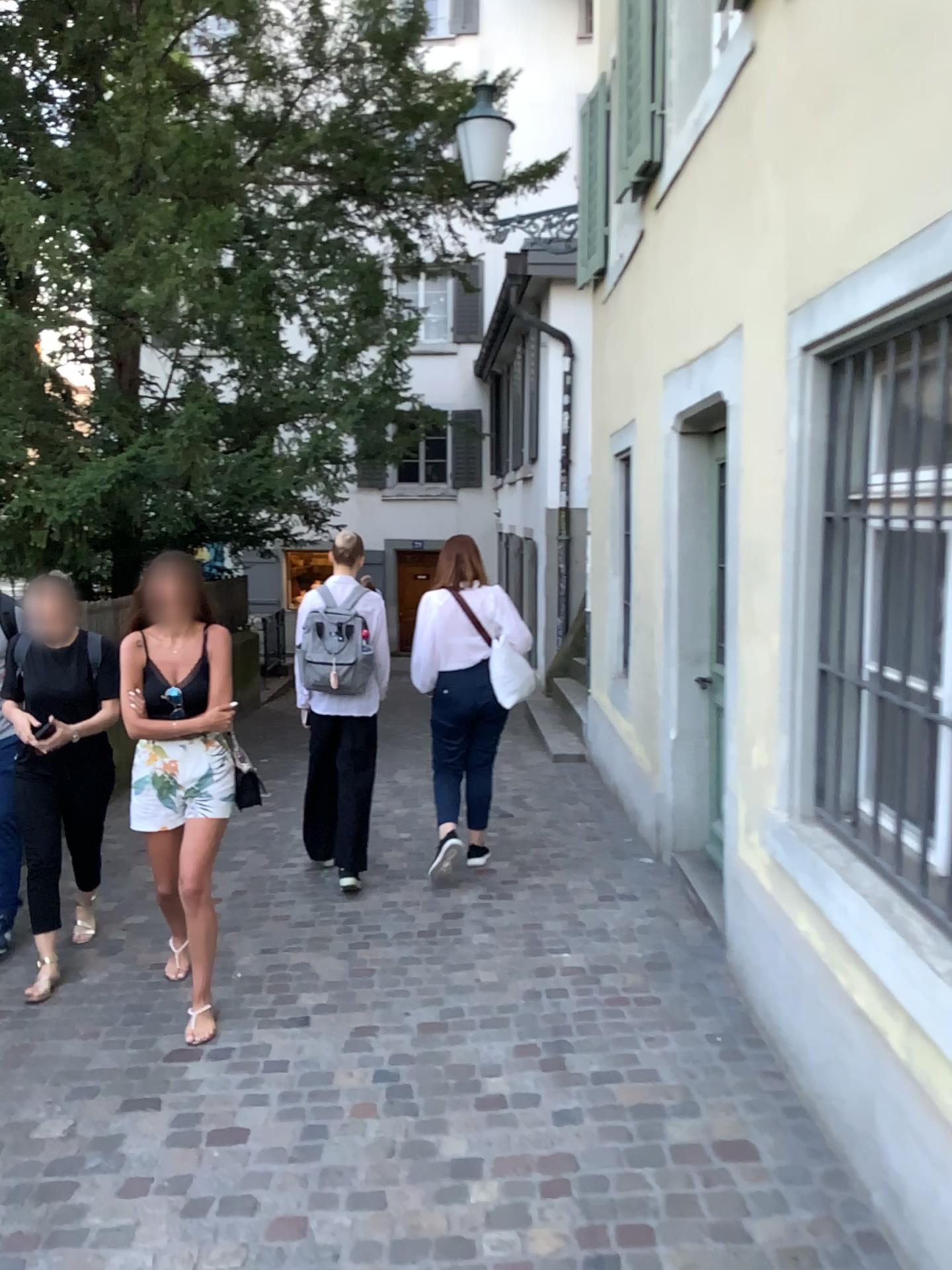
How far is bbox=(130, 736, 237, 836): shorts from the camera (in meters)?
3.54

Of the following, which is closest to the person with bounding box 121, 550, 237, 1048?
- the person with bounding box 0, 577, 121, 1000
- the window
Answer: the person with bounding box 0, 577, 121, 1000

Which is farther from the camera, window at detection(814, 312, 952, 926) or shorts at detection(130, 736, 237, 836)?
shorts at detection(130, 736, 237, 836)

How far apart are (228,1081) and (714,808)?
2.67m

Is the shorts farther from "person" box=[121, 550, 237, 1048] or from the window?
the window

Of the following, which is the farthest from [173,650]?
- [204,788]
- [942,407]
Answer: [942,407]

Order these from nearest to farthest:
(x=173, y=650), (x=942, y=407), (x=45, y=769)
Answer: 1. (x=942, y=407)
2. (x=173, y=650)
3. (x=45, y=769)

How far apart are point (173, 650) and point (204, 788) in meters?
0.5

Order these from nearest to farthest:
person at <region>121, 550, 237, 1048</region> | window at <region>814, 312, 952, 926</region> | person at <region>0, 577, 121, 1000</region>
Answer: window at <region>814, 312, 952, 926</region>
person at <region>121, 550, 237, 1048</region>
person at <region>0, 577, 121, 1000</region>

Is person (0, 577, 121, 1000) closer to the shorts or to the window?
the shorts
